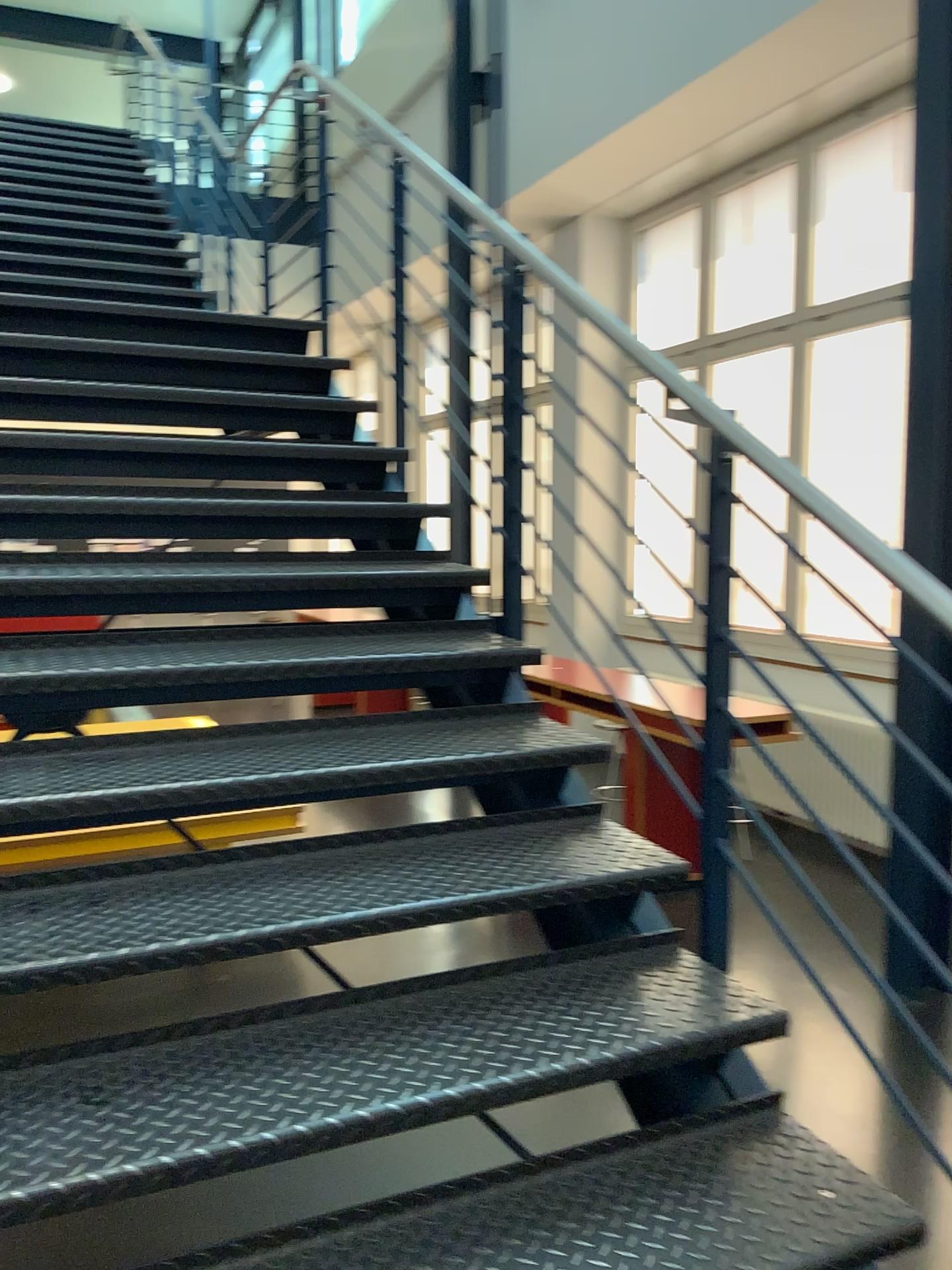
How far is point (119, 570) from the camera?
2.5m
